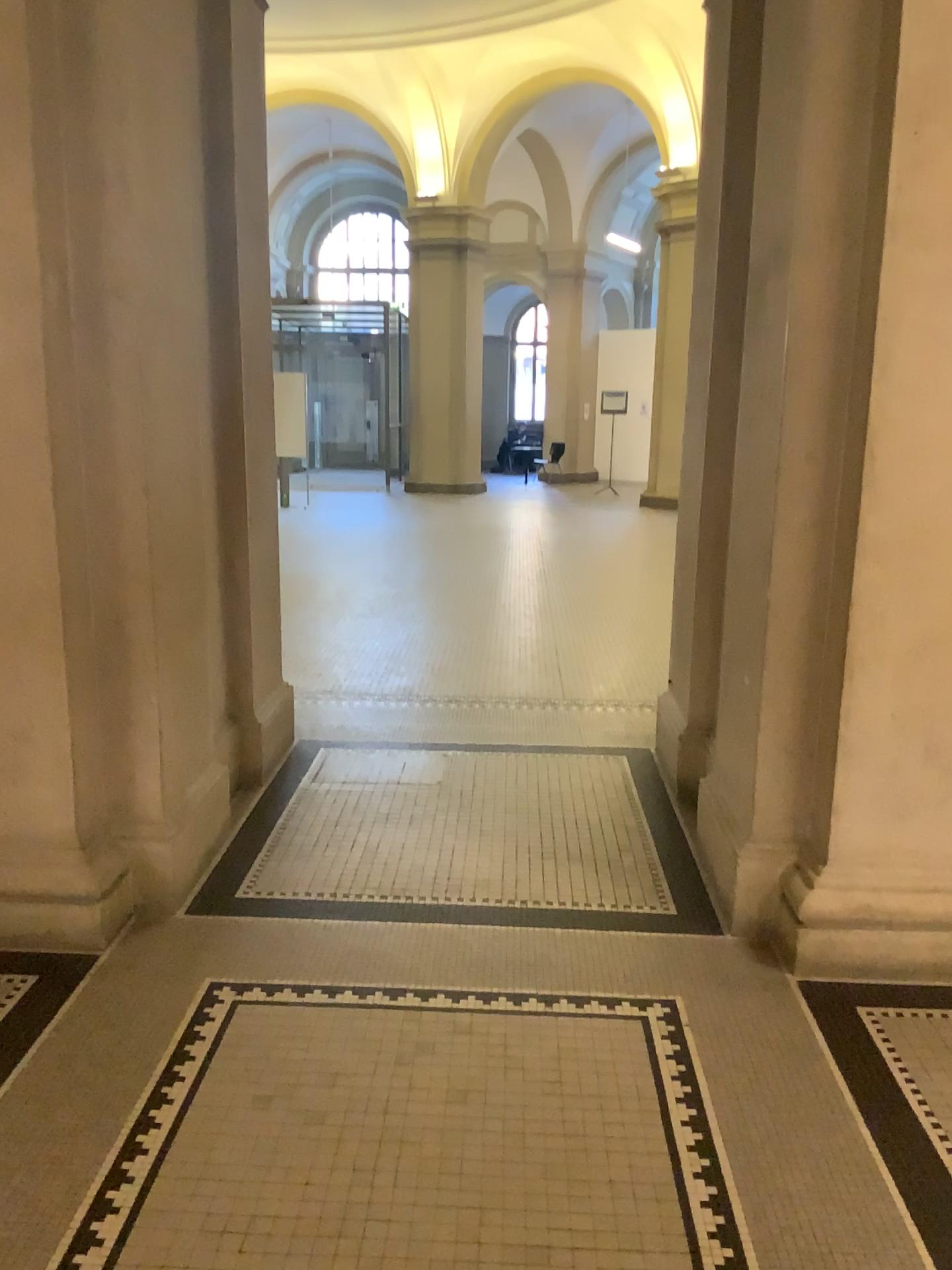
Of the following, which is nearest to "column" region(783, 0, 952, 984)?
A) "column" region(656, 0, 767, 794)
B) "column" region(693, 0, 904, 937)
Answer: "column" region(693, 0, 904, 937)

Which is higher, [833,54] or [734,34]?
[734,34]

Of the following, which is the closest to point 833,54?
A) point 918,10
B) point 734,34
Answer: point 918,10

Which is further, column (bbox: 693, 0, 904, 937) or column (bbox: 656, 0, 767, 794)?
column (bbox: 656, 0, 767, 794)

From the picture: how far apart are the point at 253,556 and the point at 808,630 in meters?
2.2

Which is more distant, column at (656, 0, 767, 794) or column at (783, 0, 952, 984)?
column at (656, 0, 767, 794)

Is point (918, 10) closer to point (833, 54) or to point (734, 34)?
point (833, 54)

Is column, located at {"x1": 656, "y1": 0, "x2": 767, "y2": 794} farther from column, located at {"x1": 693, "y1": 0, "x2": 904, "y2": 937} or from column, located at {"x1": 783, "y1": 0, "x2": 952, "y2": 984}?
column, located at {"x1": 783, "y1": 0, "x2": 952, "y2": 984}
